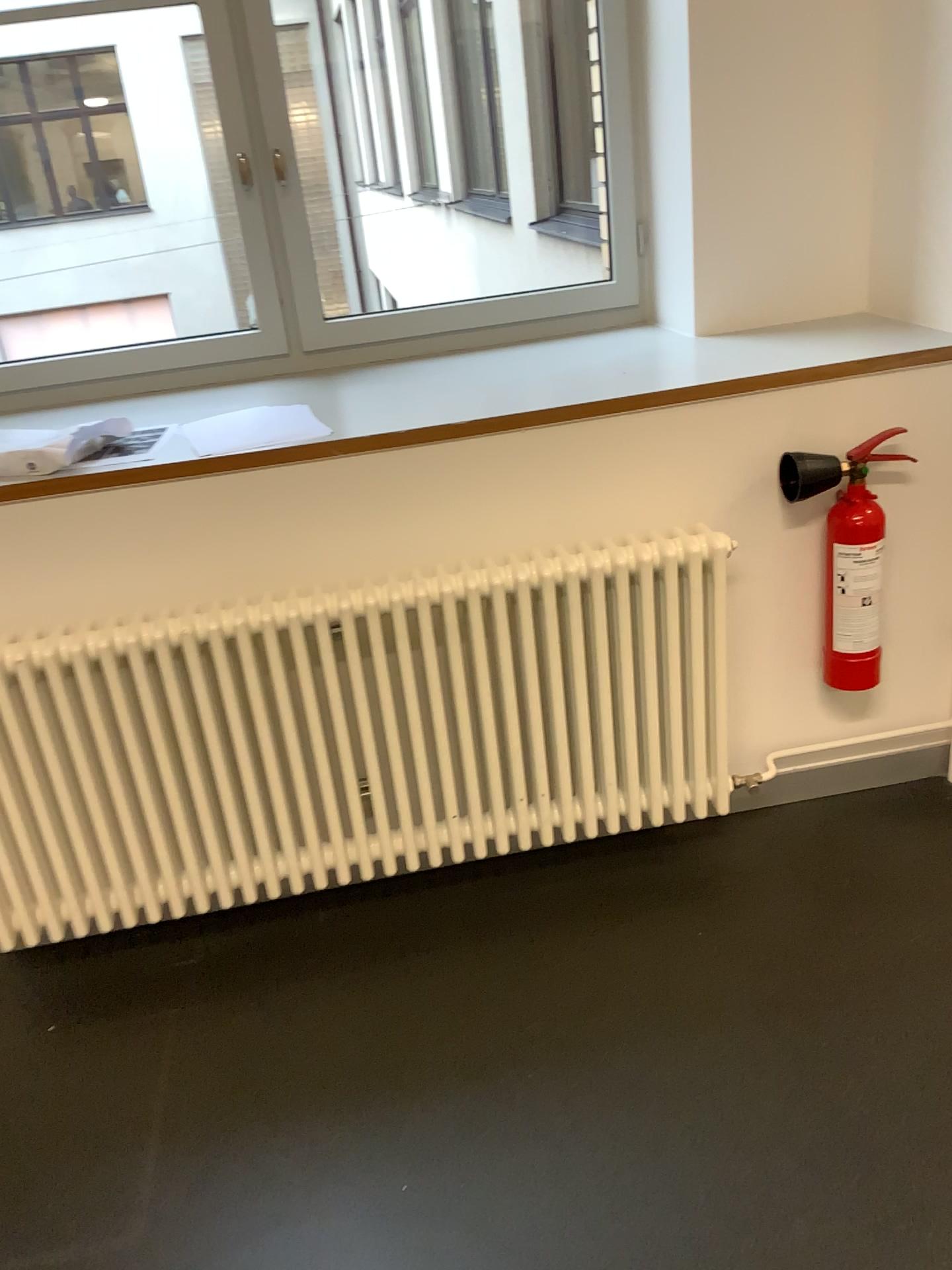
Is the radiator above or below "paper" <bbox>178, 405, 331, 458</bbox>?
below

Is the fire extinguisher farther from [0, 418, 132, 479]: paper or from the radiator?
[0, 418, 132, 479]: paper

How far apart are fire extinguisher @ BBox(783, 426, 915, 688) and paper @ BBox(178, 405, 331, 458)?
0.9 meters

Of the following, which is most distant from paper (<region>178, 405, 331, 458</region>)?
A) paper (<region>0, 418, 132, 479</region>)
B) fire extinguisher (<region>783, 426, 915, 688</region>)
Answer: fire extinguisher (<region>783, 426, 915, 688</region>)

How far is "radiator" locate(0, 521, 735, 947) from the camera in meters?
1.9 m

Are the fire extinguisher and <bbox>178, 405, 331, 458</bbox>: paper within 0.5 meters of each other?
no

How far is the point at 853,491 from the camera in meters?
2.0

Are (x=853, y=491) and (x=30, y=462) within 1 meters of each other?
no

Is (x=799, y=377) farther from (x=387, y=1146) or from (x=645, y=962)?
(x=387, y=1146)

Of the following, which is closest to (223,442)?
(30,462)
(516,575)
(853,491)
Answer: (30,462)
